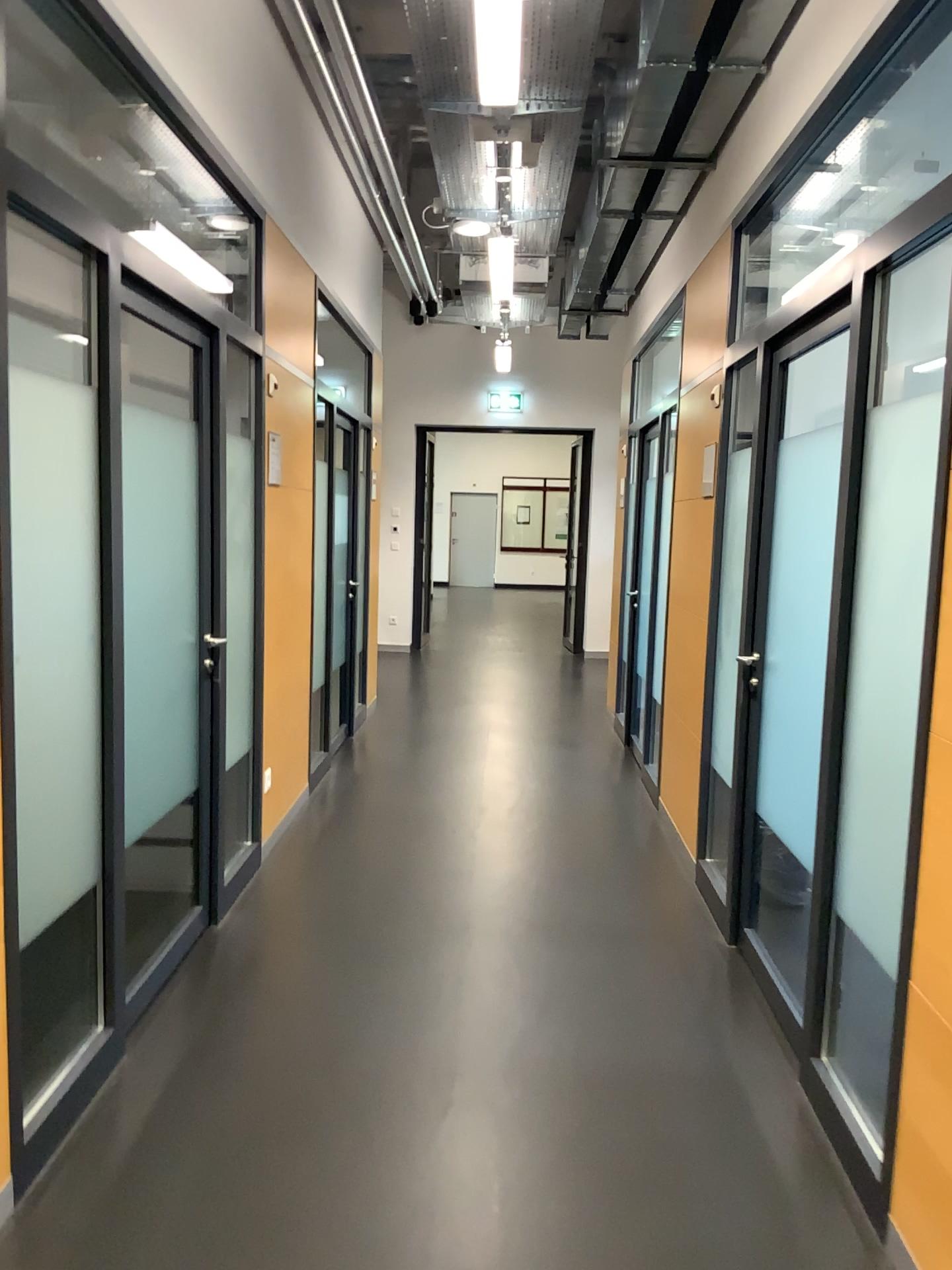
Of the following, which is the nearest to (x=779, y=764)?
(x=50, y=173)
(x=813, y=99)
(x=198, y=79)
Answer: (x=813, y=99)
